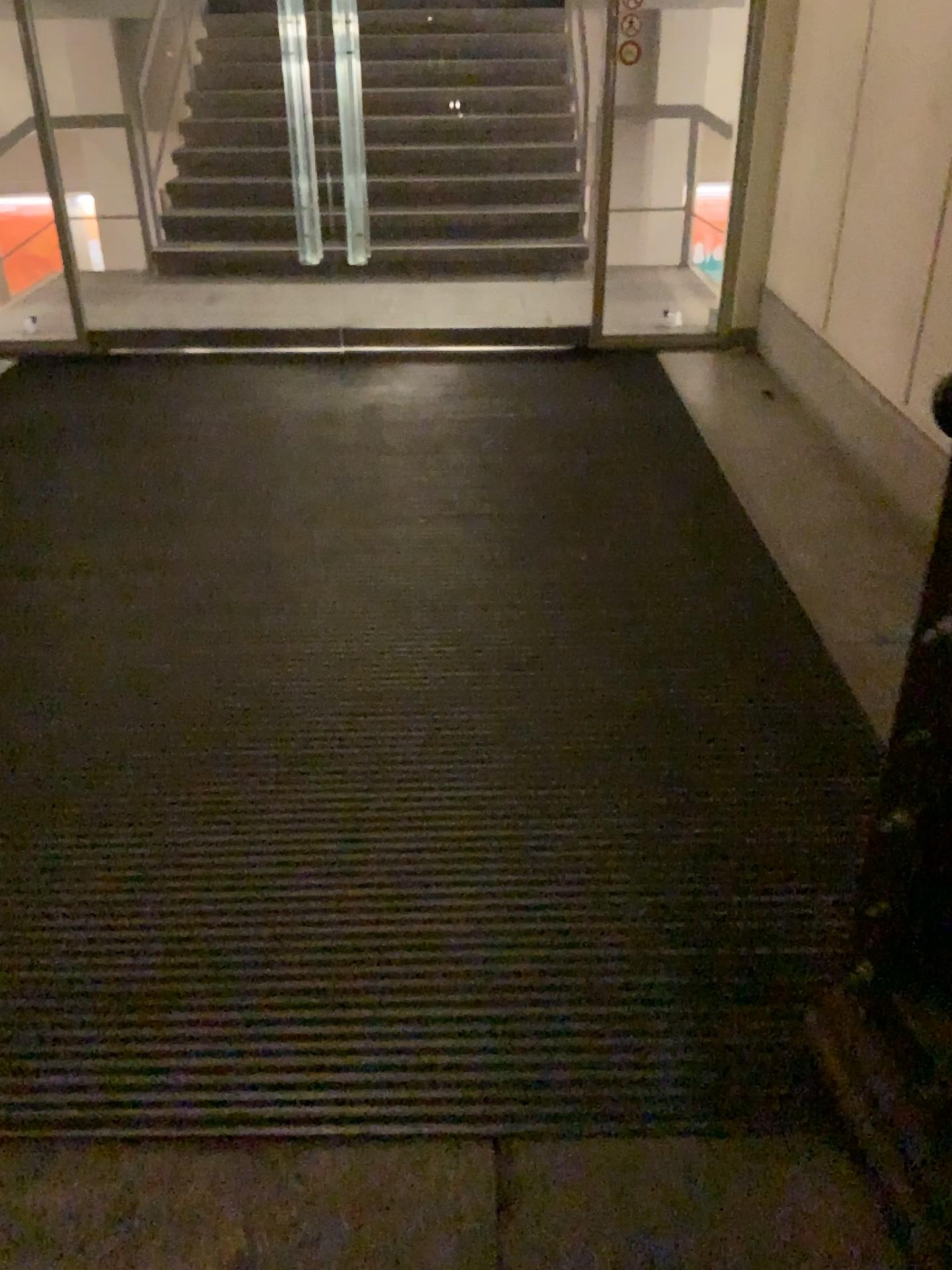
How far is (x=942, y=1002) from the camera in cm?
143

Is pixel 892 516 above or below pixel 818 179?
below

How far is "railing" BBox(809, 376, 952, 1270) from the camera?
1.4m
